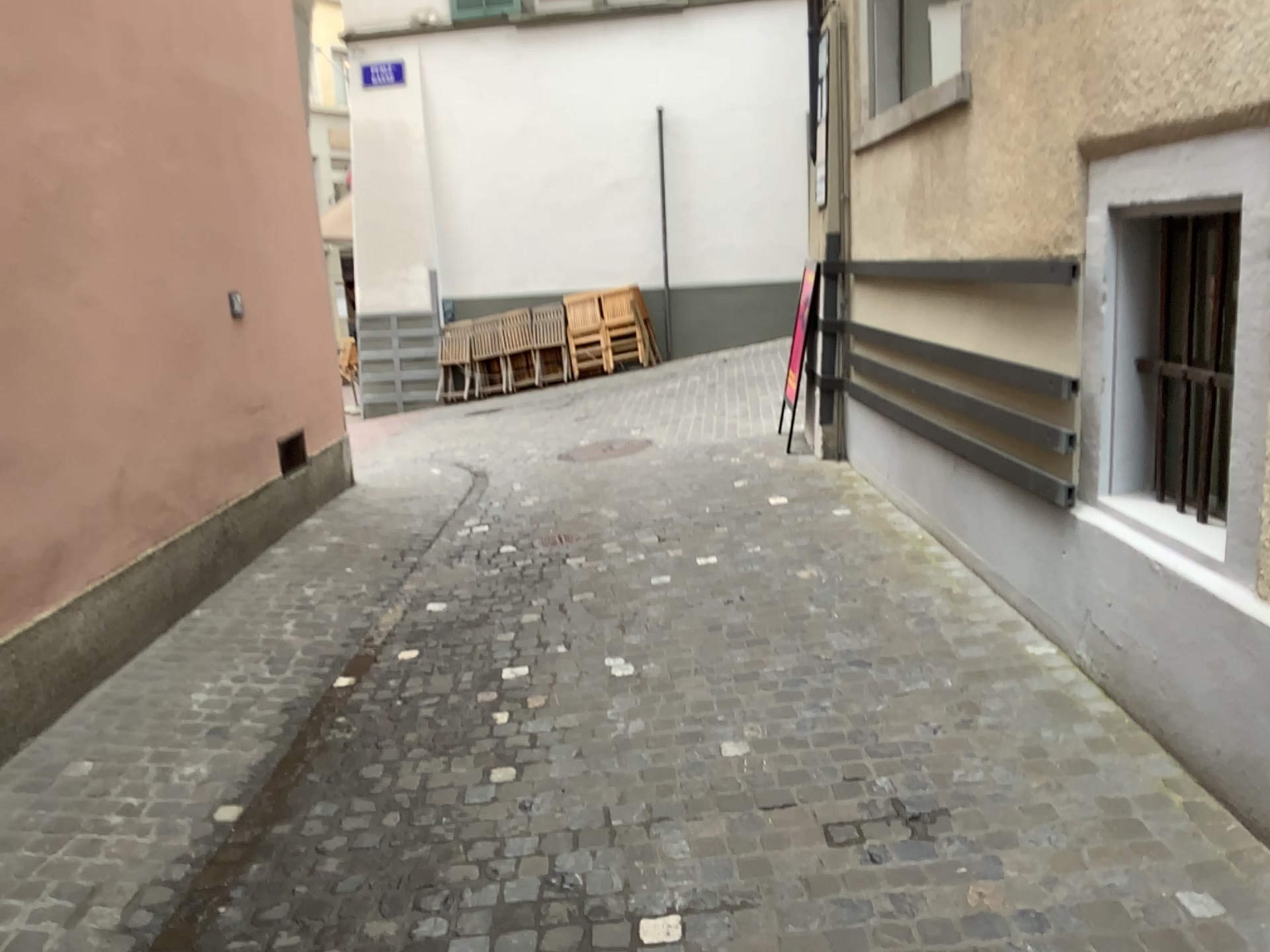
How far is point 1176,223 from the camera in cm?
310

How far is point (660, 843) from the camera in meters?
2.8 m

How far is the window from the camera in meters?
3.1 m
